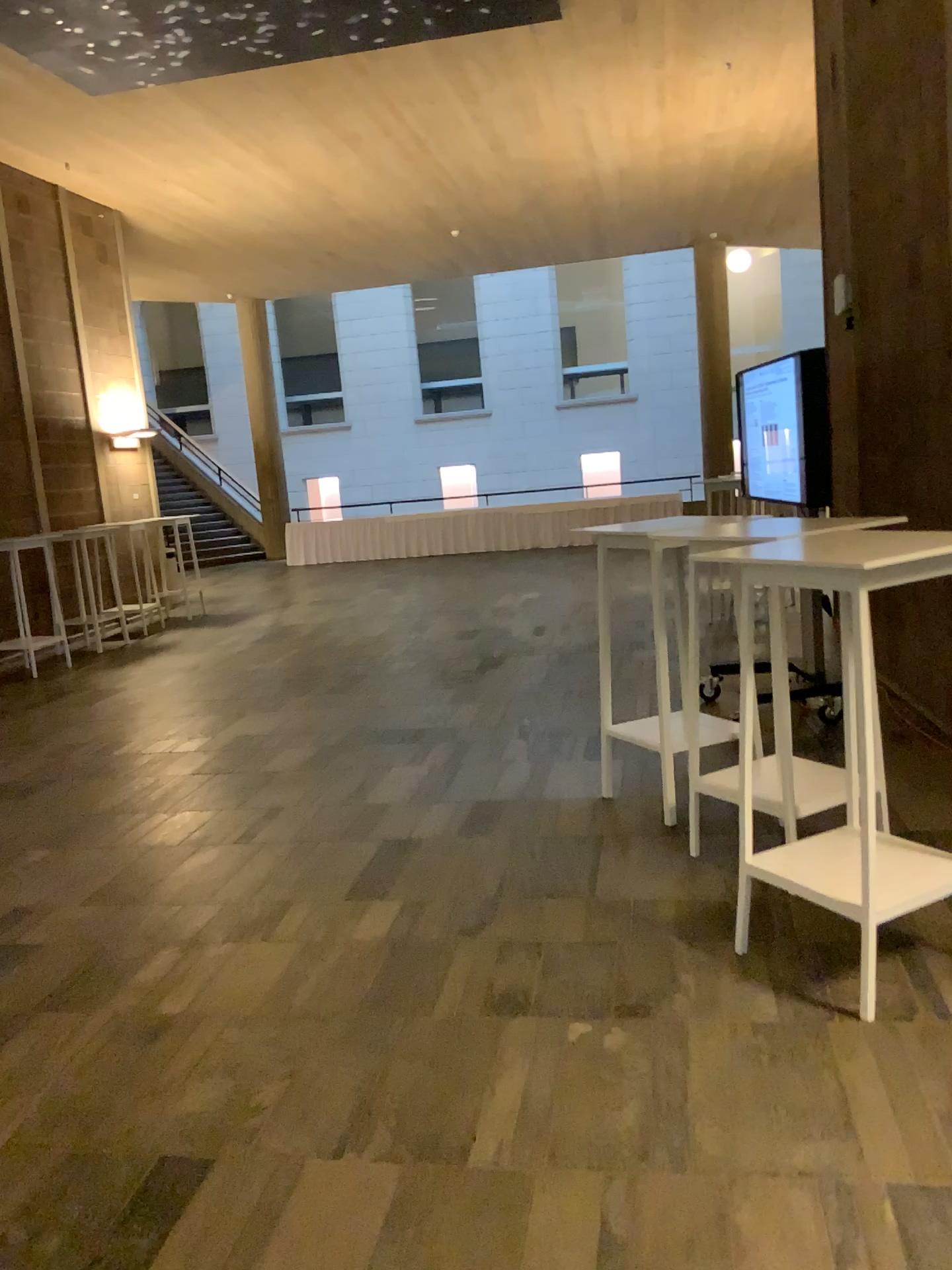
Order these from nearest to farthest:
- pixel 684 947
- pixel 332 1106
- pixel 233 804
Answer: pixel 332 1106
pixel 684 947
pixel 233 804
